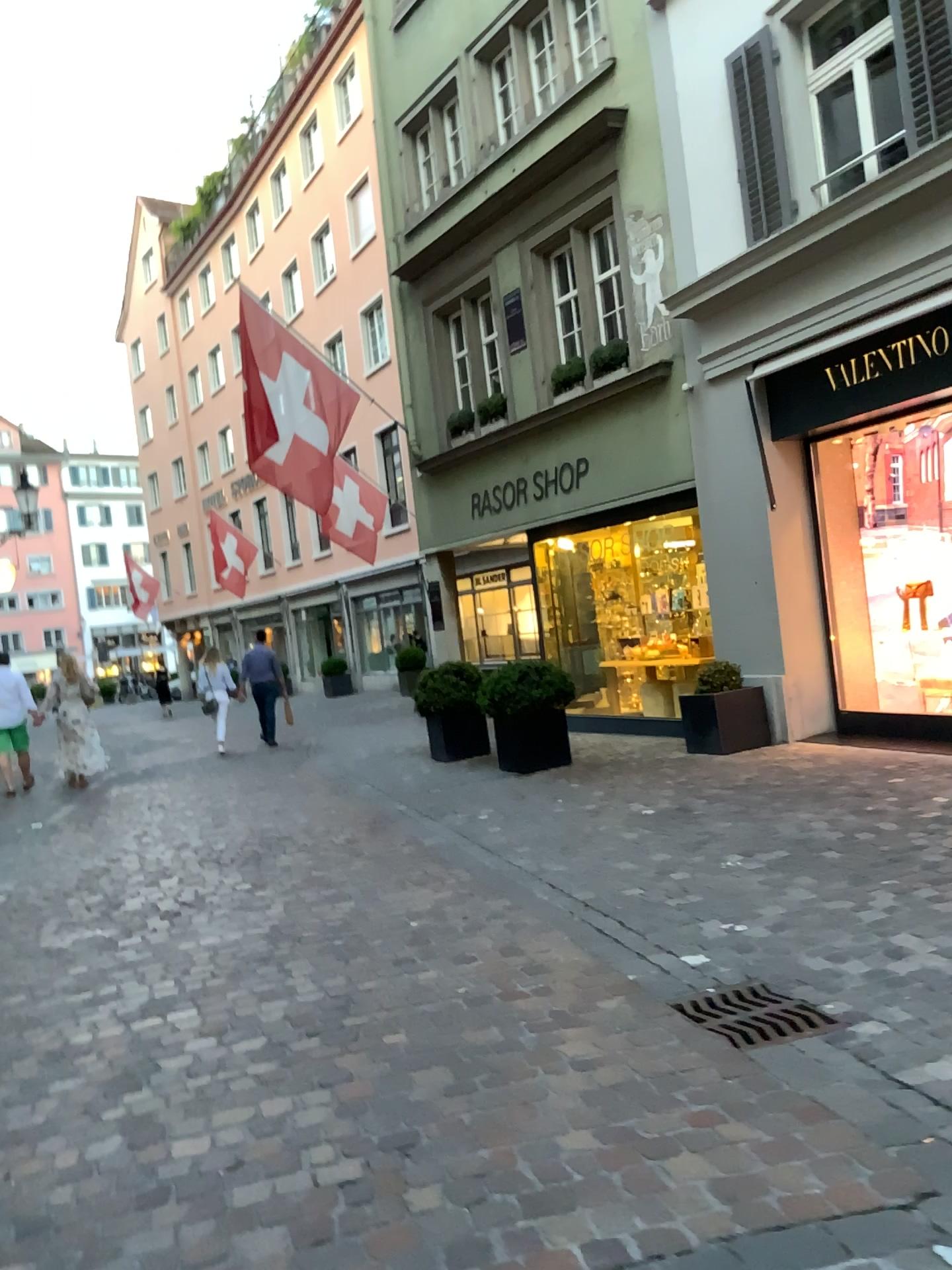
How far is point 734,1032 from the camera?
3.2 meters

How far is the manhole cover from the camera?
3.23m

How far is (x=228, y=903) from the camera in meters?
5.2
